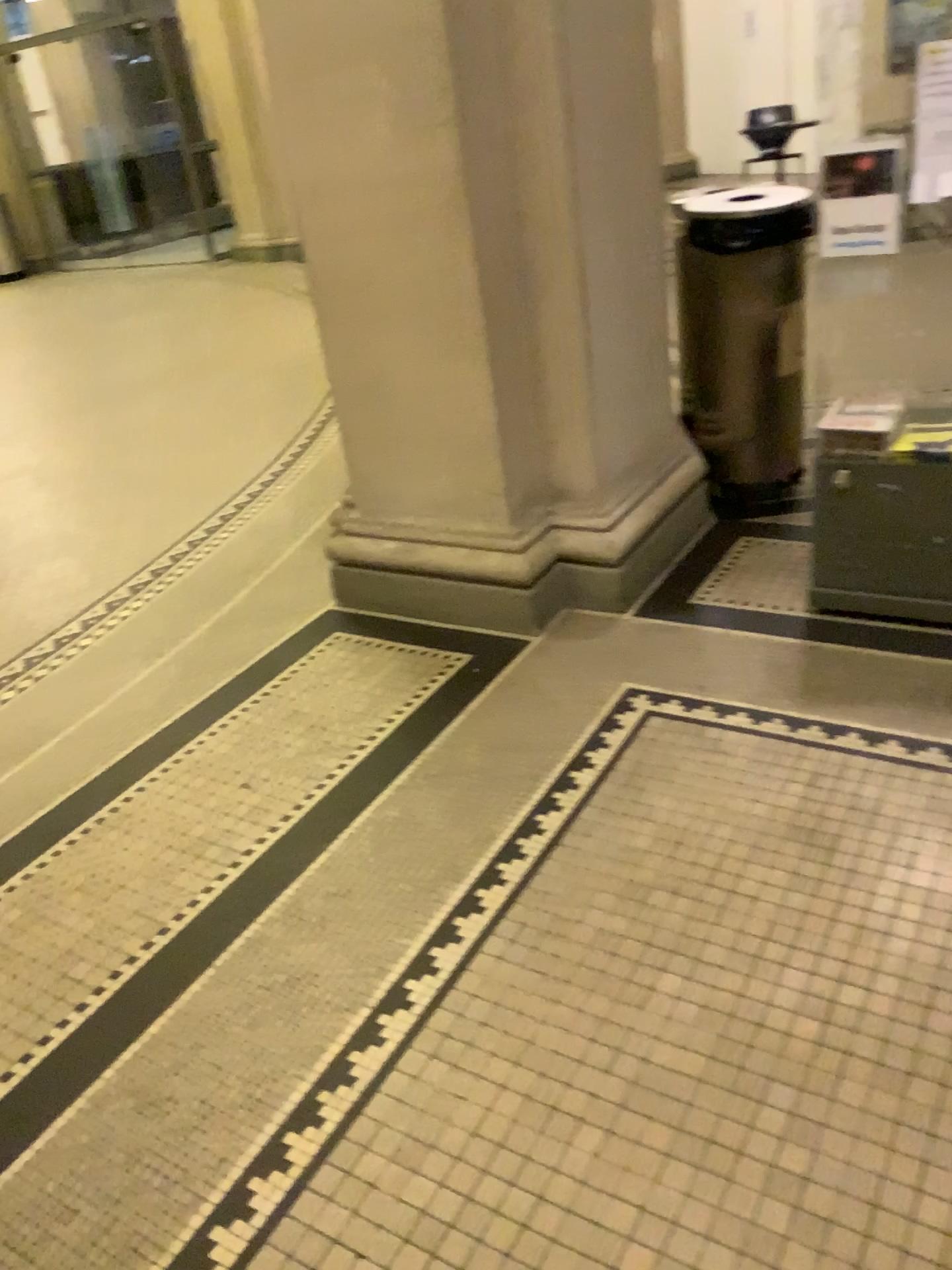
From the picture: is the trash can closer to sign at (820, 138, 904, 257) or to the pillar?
the pillar

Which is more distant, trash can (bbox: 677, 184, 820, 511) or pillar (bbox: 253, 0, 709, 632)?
trash can (bbox: 677, 184, 820, 511)

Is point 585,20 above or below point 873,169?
above

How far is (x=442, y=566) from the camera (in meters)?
2.92

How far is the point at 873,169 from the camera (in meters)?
2.20

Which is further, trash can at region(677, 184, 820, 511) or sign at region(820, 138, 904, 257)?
trash can at region(677, 184, 820, 511)

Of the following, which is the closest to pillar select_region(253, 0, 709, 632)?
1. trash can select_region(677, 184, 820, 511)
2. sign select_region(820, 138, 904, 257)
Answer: trash can select_region(677, 184, 820, 511)

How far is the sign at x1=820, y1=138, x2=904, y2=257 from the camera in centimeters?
220cm

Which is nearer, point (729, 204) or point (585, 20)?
point (585, 20)
